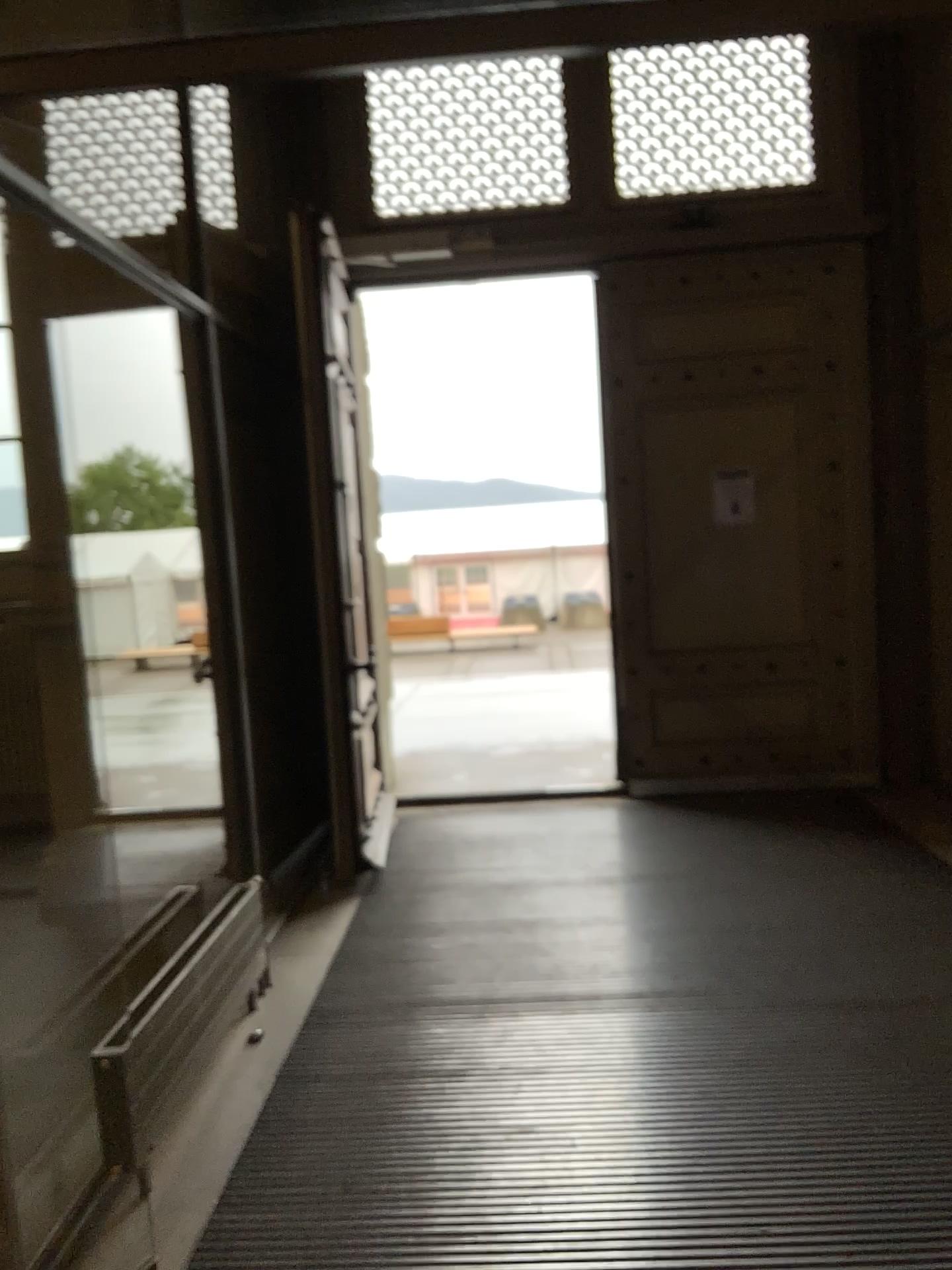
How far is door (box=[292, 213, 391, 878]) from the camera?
4.4m

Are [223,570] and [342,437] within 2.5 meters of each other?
yes

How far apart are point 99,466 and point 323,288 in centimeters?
121cm

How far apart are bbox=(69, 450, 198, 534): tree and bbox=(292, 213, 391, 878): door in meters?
0.6 m

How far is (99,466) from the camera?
4.6m

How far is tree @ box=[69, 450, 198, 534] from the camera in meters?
4.6

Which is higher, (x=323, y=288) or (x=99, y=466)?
(x=323, y=288)
